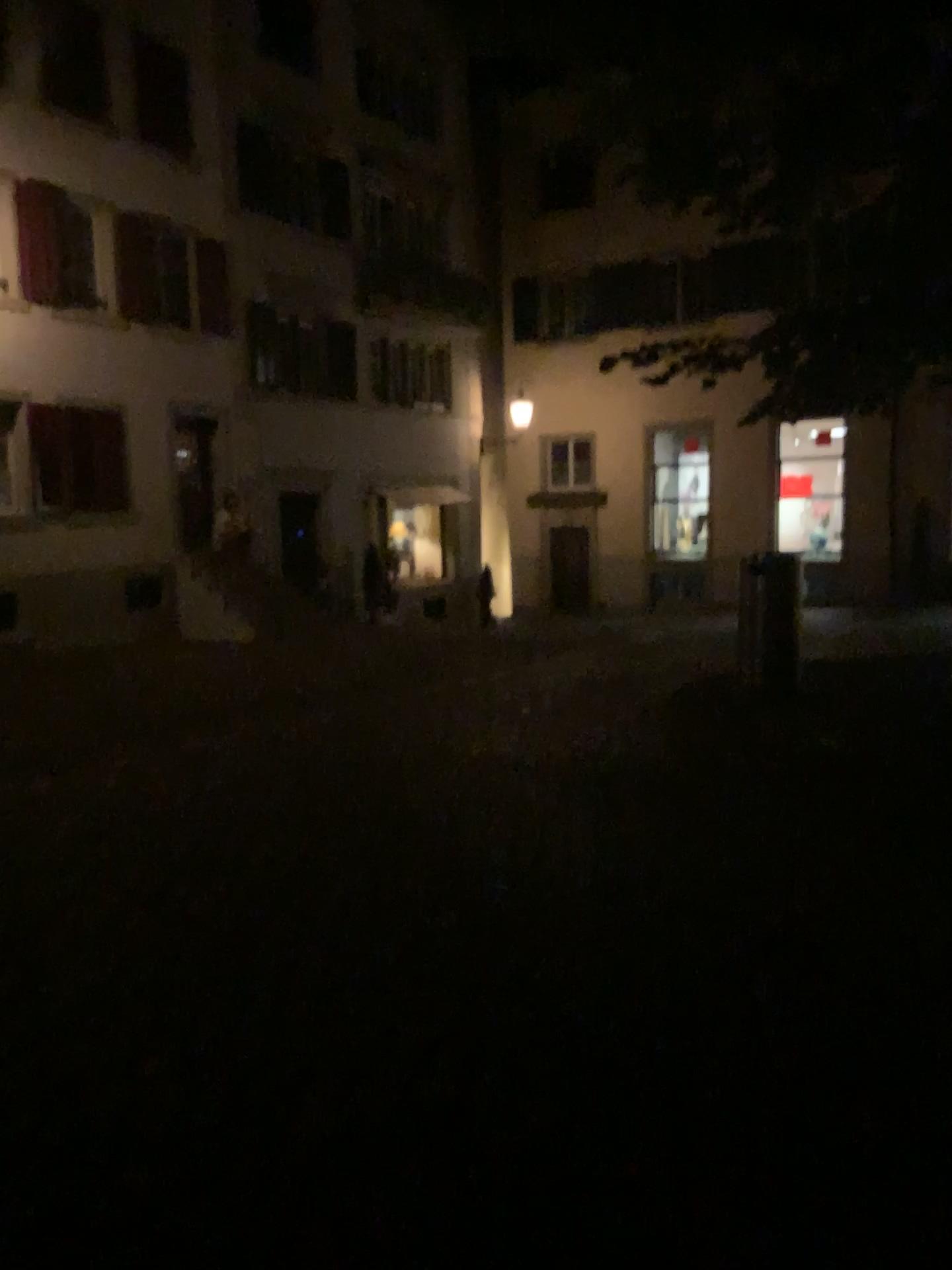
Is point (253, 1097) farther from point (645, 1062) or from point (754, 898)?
point (754, 898)
